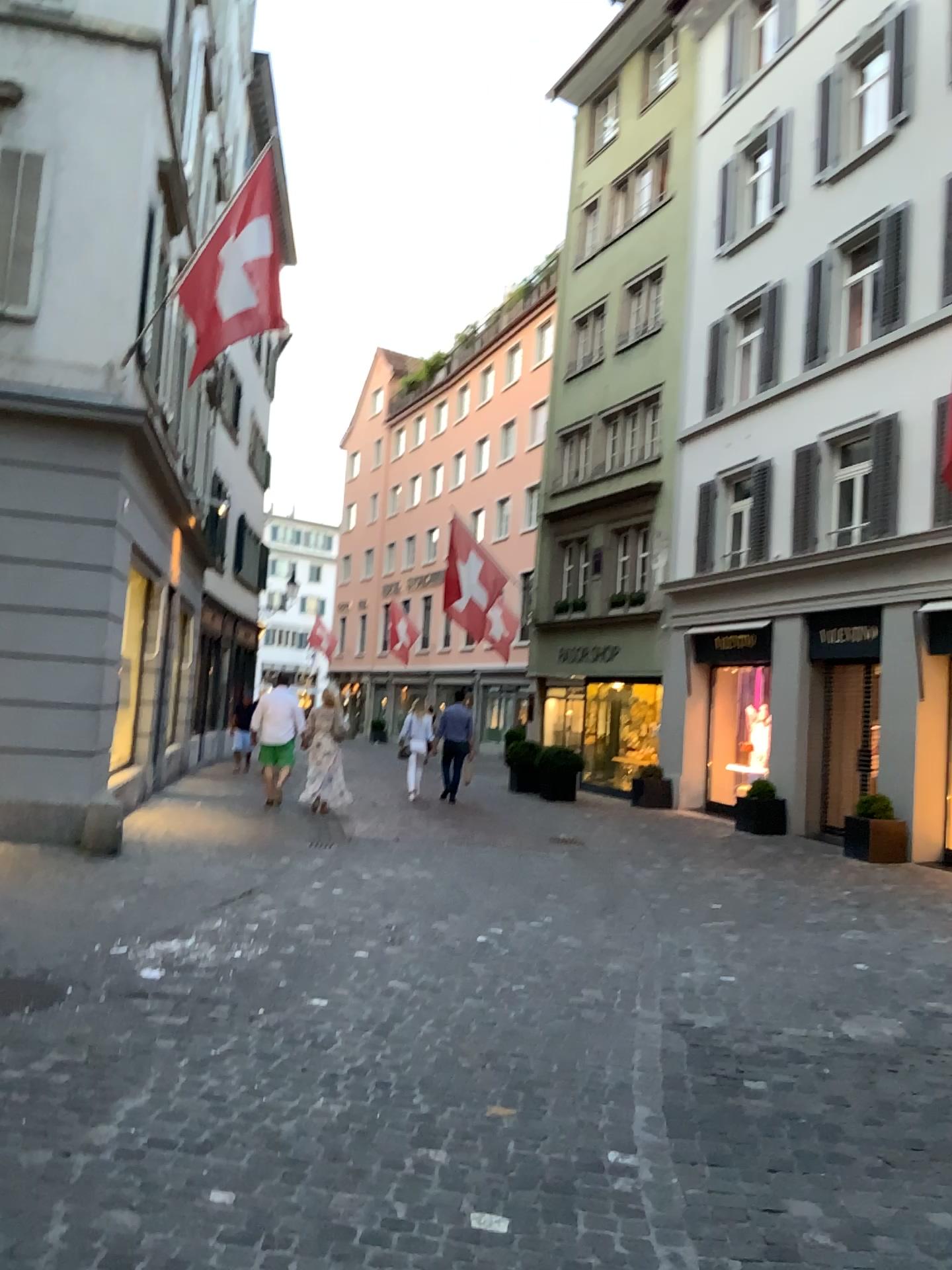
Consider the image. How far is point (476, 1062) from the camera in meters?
4.2 m
